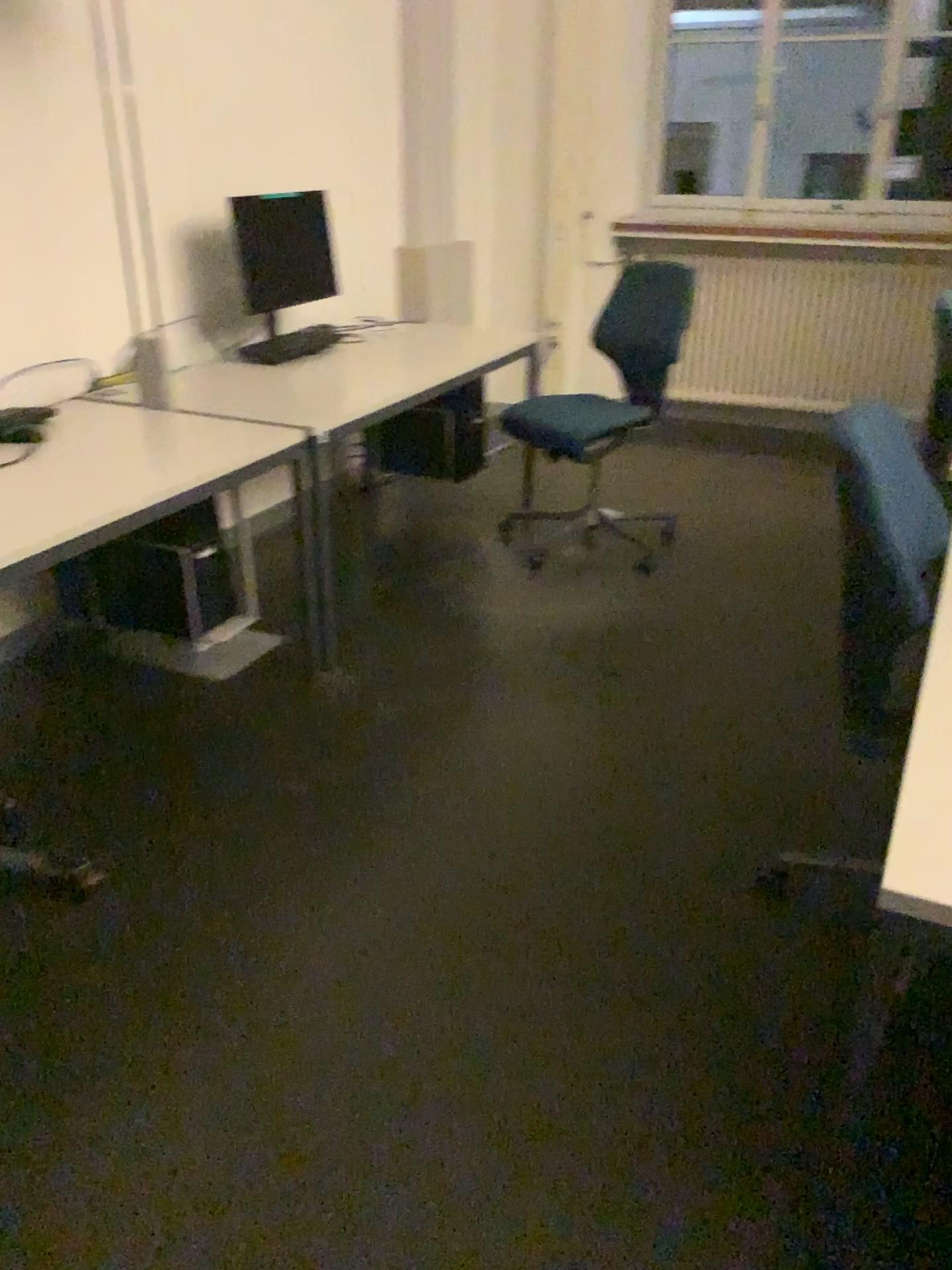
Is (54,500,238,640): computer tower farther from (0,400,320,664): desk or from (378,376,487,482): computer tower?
(378,376,487,482): computer tower

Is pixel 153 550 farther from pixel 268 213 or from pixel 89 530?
pixel 268 213

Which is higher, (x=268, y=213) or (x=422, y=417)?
(x=268, y=213)

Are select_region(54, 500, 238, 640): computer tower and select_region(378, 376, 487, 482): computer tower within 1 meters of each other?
no

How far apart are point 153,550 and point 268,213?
1.4 meters

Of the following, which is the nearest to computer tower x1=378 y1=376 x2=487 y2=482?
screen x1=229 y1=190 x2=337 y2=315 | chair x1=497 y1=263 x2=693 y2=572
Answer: chair x1=497 y1=263 x2=693 y2=572

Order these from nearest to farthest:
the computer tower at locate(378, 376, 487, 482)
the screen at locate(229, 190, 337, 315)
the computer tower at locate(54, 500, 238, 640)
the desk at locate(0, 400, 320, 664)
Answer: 1. the desk at locate(0, 400, 320, 664)
2. the computer tower at locate(54, 500, 238, 640)
3. the screen at locate(229, 190, 337, 315)
4. the computer tower at locate(378, 376, 487, 482)

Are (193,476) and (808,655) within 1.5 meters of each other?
no

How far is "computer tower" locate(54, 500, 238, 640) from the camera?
2.9m

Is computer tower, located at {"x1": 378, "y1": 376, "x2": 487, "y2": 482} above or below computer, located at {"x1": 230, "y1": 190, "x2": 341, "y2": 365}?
below
